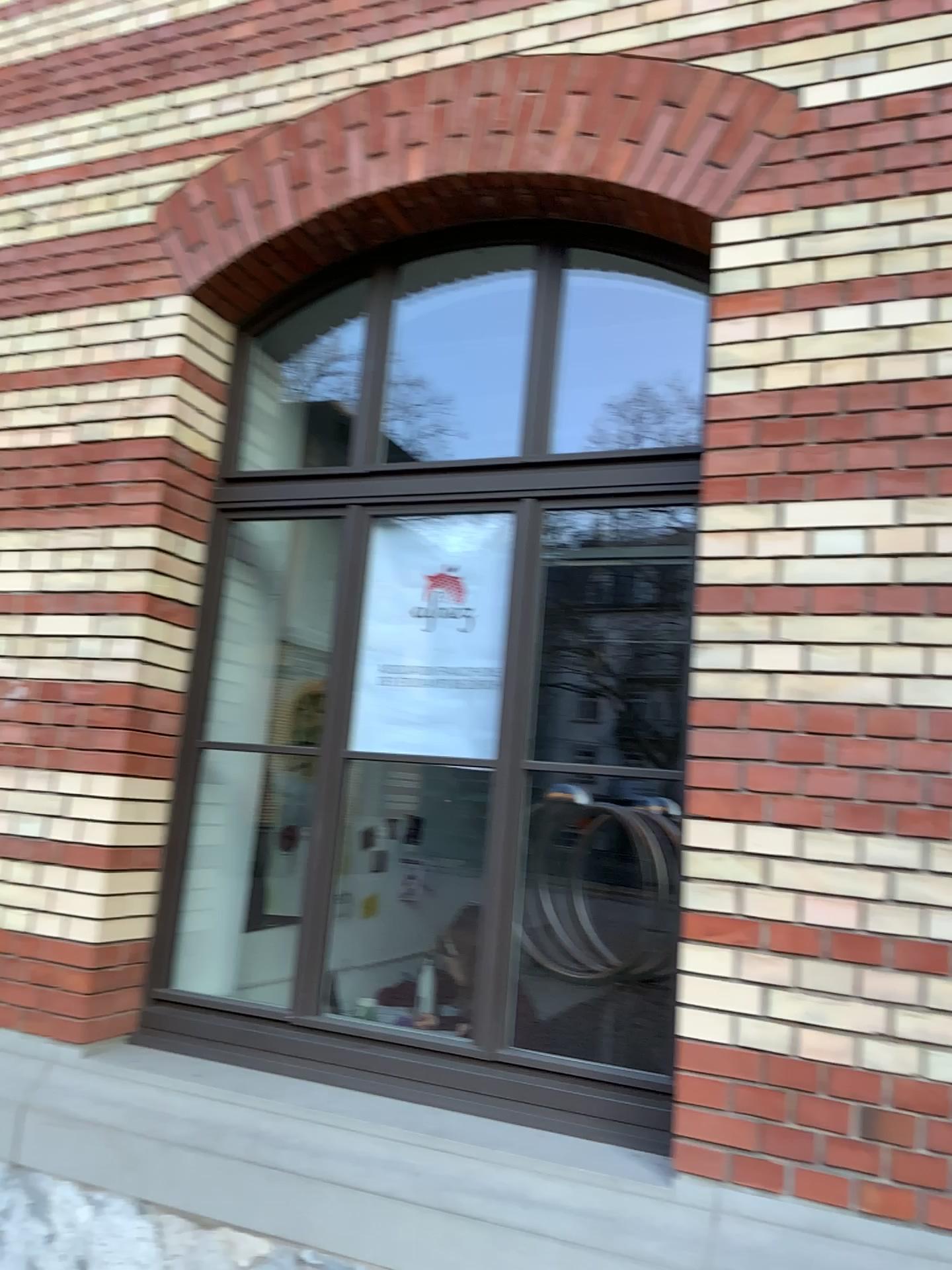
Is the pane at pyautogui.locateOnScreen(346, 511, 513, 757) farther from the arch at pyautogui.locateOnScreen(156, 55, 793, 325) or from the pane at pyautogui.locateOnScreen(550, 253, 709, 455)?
the pane at pyautogui.locateOnScreen(550, 253, 709, 455)

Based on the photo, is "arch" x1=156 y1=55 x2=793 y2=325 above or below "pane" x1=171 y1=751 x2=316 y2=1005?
above

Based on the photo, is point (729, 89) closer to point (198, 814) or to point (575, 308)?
point (575, 308)

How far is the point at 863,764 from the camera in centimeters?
237cm

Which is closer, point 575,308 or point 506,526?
point 506,526

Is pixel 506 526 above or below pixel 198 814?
above

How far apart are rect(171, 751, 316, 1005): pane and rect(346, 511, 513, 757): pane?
0.67m

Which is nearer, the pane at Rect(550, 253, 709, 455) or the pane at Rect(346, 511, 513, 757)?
the pane at Rect(346, 511, 513, 757)

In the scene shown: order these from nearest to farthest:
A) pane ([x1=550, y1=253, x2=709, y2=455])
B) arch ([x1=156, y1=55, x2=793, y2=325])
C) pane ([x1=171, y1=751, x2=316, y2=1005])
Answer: arch ([x1=156, y1=55, x2=793, y2=325]) < pane ([x1=171, y1=751, x2=316, y2=1005]) < pane ([x1=550, y1=253, x2=709, y2=455])

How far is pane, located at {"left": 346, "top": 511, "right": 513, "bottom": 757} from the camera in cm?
313
